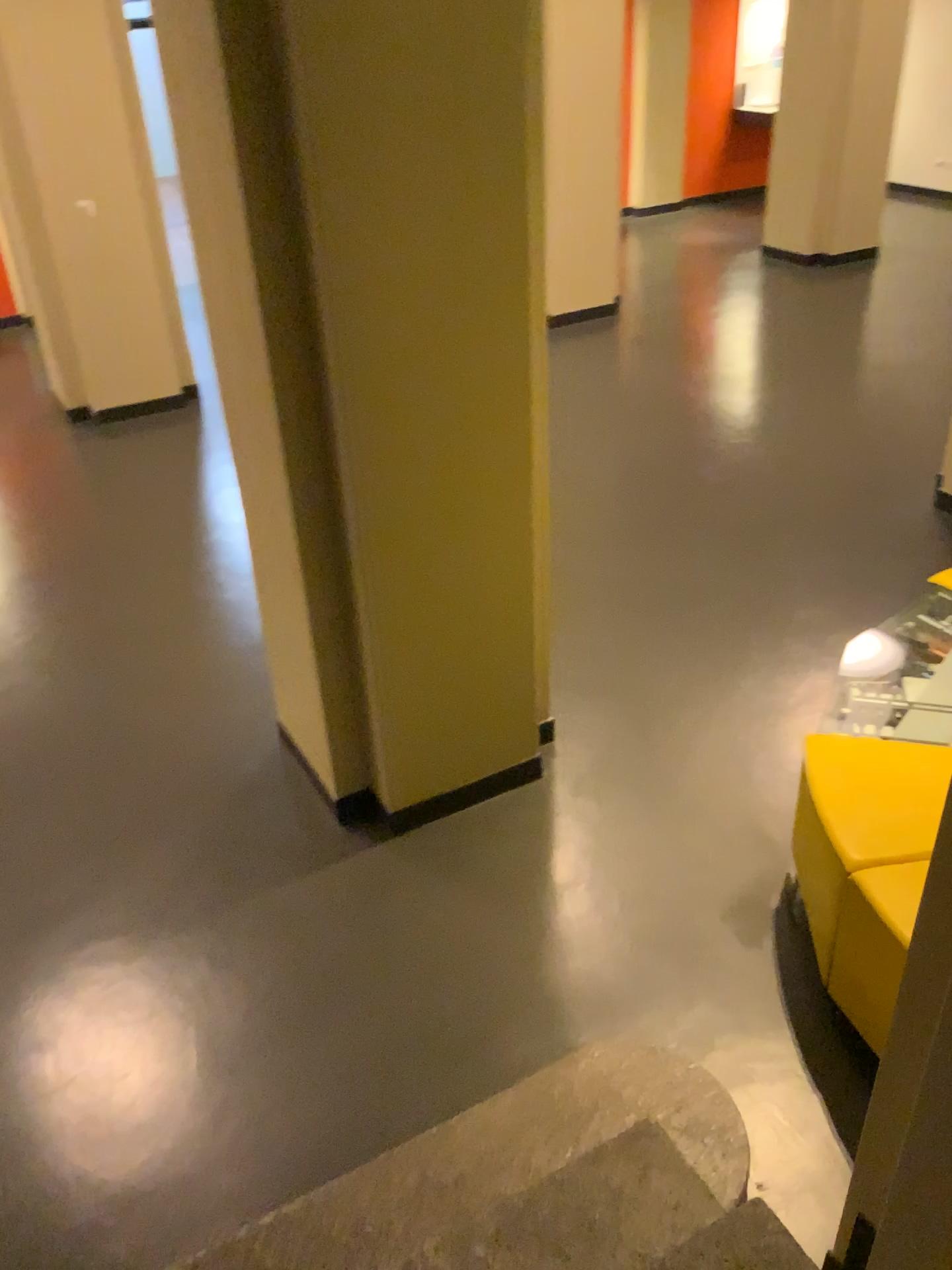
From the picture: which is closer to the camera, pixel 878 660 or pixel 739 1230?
pixel 739 1230

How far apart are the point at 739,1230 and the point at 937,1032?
0.8m

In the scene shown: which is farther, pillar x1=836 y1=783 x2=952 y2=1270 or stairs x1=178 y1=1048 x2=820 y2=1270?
stairs x1=178 y1=1048 x2=820 y2=1270

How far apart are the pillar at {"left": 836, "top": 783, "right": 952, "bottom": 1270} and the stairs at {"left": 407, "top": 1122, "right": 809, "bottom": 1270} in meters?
0.5

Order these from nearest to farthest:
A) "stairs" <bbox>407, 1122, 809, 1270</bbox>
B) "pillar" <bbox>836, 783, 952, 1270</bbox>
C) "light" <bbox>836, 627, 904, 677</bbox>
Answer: "pillar" <bbox>836, 783, 952, 1270</bbox> < "stairs" <bbox>407, 1122, 809, 1270</bbox> < "light" <bbox>836, 627, 904, 677</bbox>

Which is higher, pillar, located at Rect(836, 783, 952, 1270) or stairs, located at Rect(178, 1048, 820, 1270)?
pillar, located at Rect(836, 783, 952, 1270)

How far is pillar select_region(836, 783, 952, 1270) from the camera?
1.2m

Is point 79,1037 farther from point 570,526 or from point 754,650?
point 570,526

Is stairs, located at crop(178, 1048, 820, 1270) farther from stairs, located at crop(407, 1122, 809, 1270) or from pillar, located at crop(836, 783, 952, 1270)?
pillar, located at crop(836, 783, 952, 1270)

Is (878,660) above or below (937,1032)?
A: below
